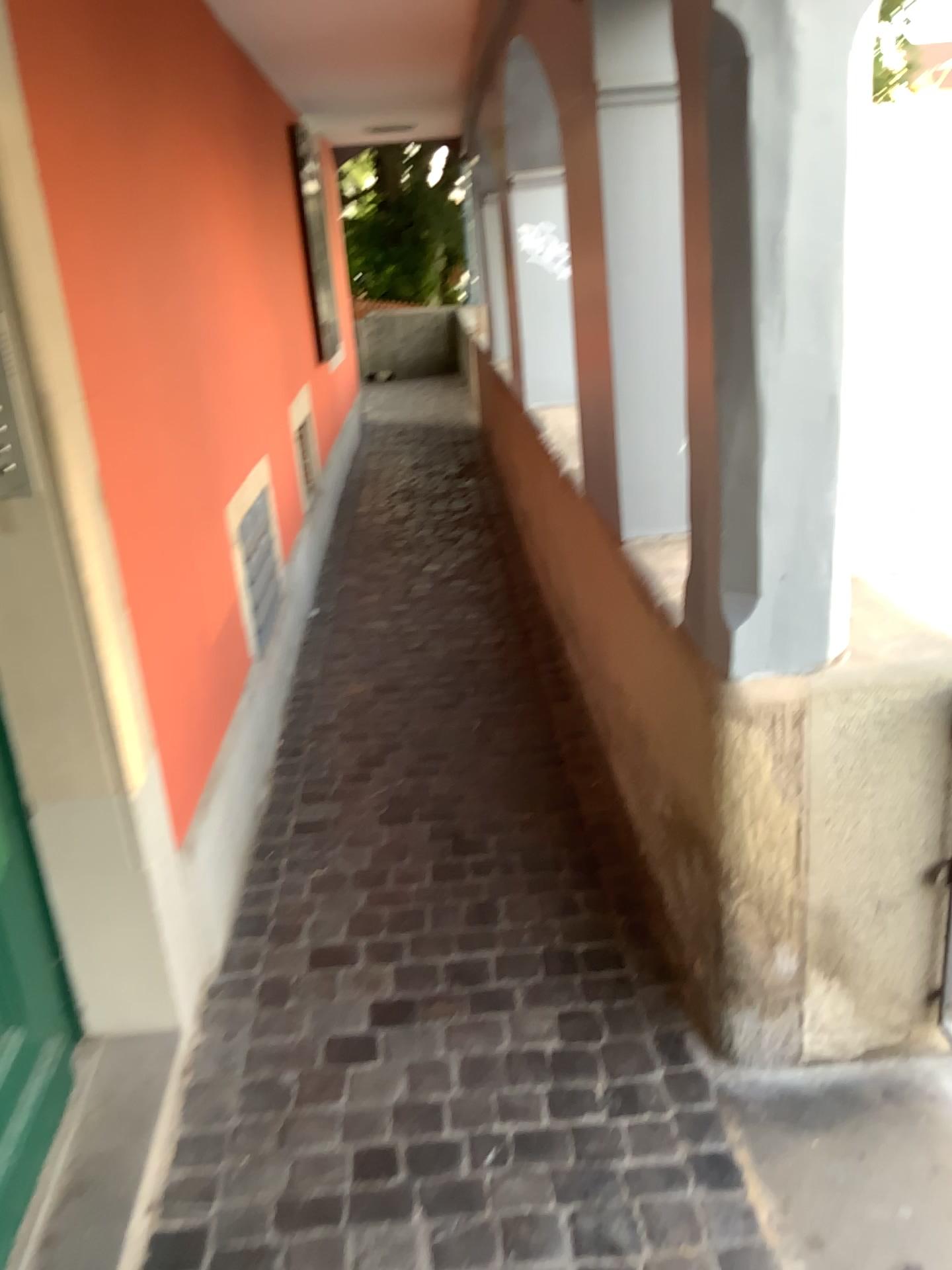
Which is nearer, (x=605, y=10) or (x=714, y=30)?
(x=714, y=30)

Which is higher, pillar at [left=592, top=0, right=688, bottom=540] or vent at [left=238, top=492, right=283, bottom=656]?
pillar at [left=592, top=0, right=688, bottom=540]

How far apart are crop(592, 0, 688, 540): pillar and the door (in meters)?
1.40

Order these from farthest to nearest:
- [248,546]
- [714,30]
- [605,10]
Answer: [248,546] → [605,10] → [714,30]

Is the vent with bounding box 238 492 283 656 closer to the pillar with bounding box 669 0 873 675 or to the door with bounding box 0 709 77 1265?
the door with bounding box 0 709 77 1265

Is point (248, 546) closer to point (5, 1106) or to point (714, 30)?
point (5, 1106)

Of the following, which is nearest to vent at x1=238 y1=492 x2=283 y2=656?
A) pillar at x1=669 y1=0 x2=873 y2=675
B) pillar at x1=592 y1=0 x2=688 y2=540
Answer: pillar at x1=592 y1=0 x2=688 y2=540

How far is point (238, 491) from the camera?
3.35m

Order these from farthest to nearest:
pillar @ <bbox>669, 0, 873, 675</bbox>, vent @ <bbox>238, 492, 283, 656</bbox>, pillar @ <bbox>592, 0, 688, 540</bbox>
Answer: vent @ <bbox>238, 492, 283, 656</bbox>, pillar @ <bbox>592, 0, 688, 540</bbox>, pillar @ <bbox>669, 0, 873, 675</bbox>

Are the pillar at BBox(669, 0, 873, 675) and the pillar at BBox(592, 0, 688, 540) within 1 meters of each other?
yes
